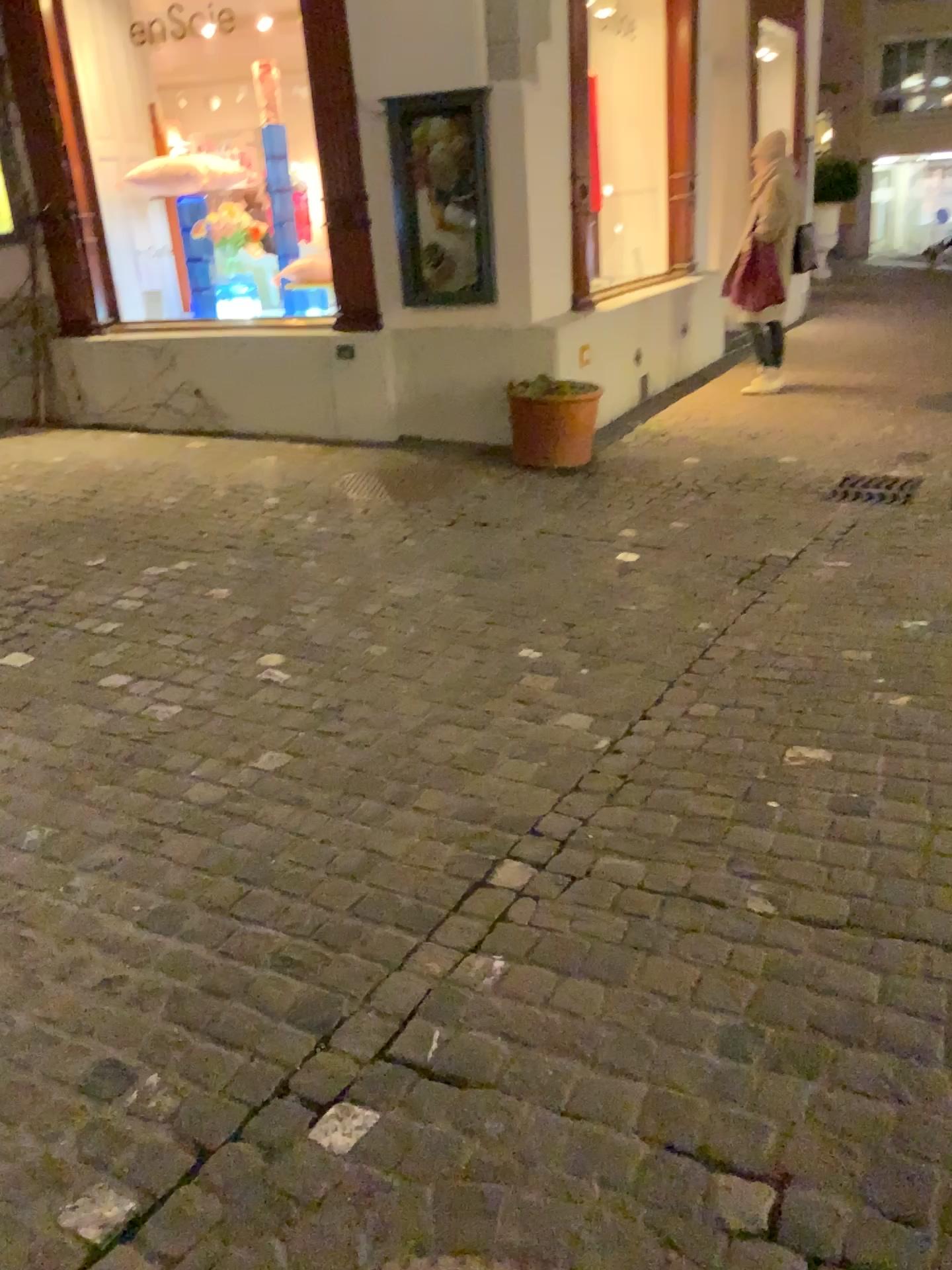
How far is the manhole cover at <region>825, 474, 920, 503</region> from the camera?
4.7m

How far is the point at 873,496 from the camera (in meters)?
4.75

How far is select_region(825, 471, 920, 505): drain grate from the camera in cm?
475

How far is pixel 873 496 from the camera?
4.7 meters

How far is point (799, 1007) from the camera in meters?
1.8 m
